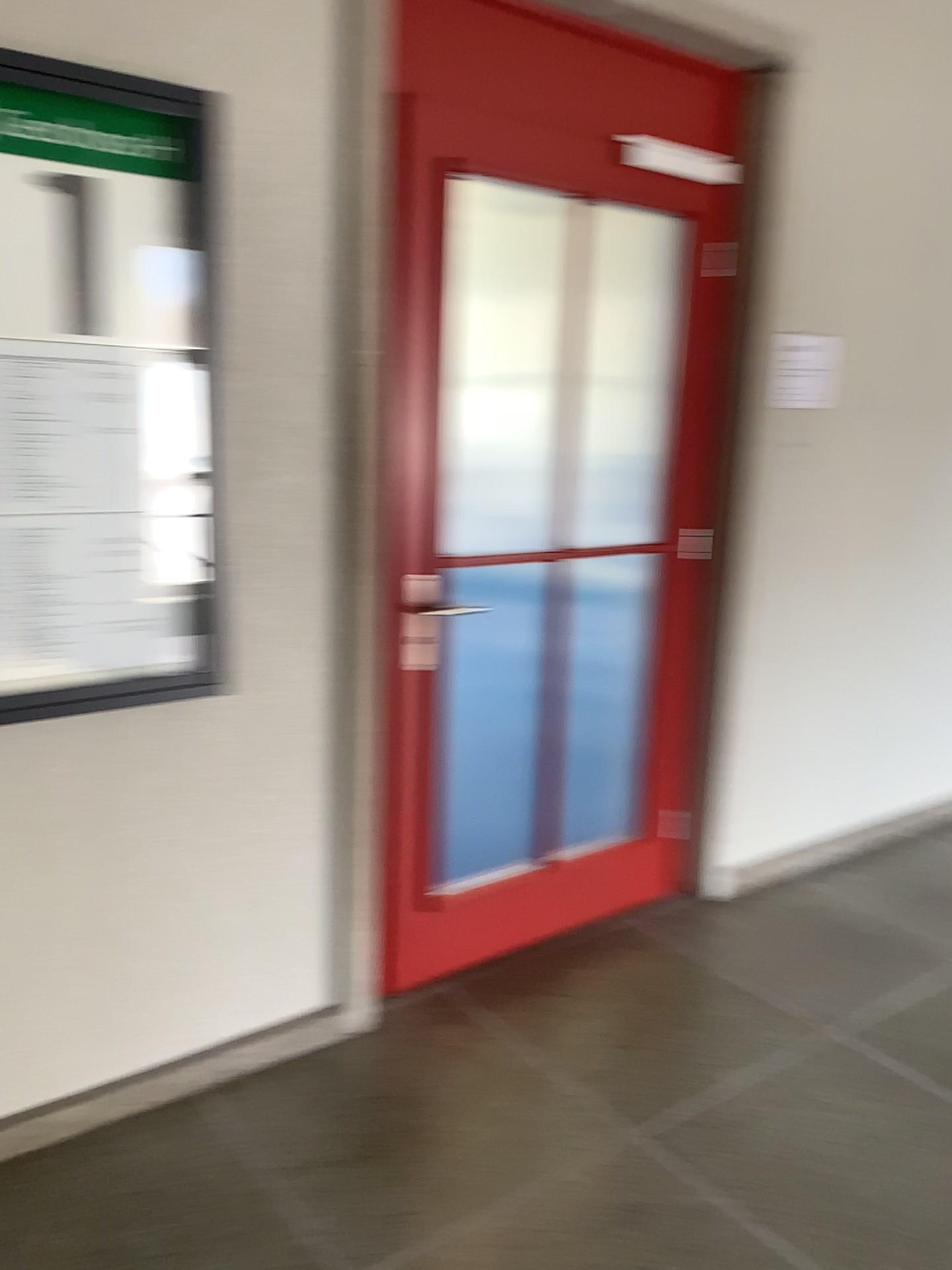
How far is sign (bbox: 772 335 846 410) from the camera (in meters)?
3.17

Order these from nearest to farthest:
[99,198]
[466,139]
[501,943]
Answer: [99,198] → [466,139] → [501,943]

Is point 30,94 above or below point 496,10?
below

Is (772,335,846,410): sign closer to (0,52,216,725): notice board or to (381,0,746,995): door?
(381,0,746,995): door

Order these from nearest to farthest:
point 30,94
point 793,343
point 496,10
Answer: point 30,94 → point 496,10 → point 793,343

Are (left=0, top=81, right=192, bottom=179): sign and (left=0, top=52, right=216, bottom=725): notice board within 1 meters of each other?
yes

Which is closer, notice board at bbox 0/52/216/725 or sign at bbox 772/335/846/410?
notice board at bbox 0/52/216/725

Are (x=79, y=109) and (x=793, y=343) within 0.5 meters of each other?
no

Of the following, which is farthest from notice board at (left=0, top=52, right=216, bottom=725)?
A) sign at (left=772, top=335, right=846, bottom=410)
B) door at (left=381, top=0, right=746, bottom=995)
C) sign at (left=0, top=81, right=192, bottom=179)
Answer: sign at (left=772, top=335, right=846, bottom=410)

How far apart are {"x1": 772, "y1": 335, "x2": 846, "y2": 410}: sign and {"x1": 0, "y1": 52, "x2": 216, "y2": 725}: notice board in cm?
180
